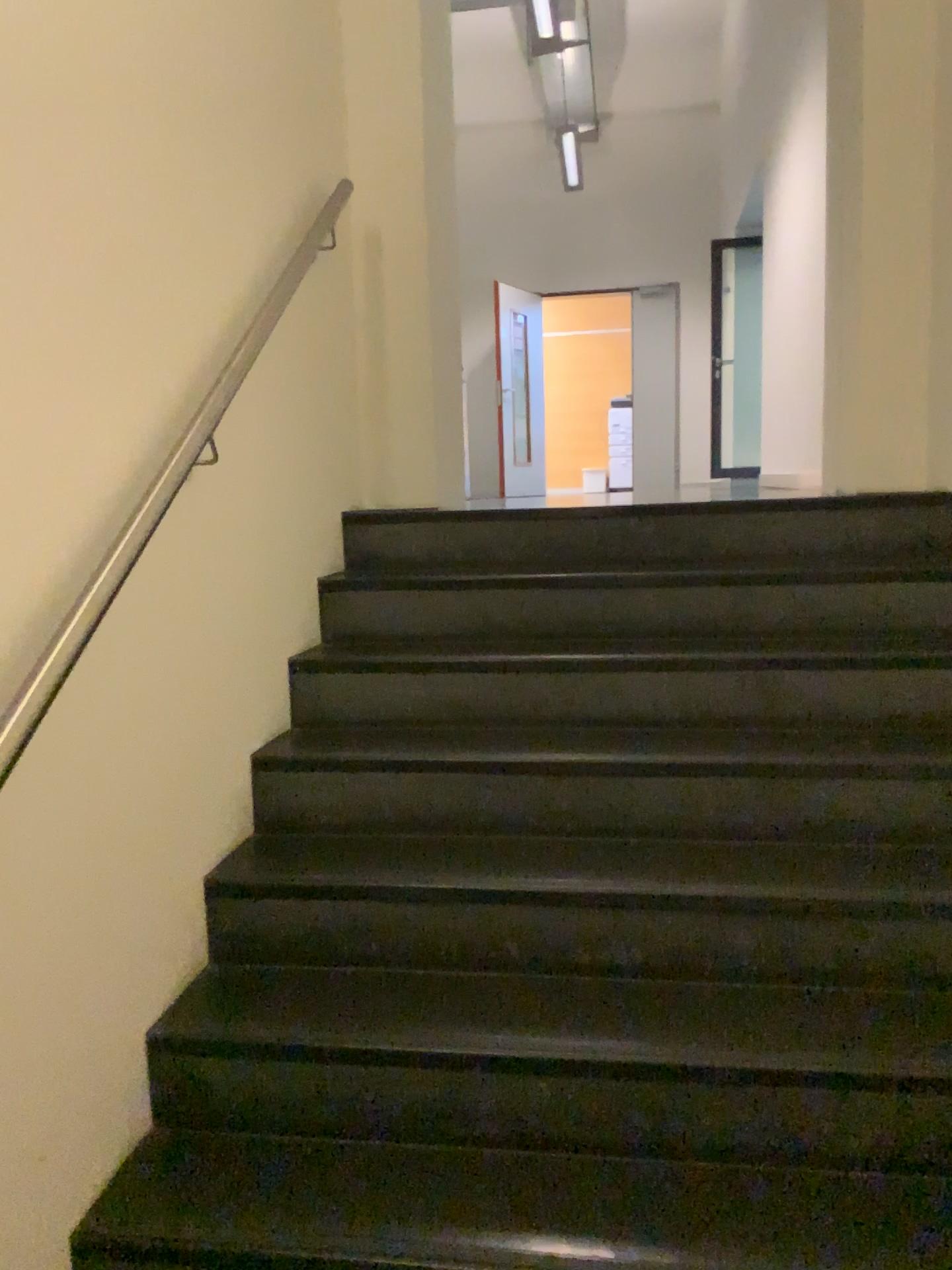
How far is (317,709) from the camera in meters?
2.4
